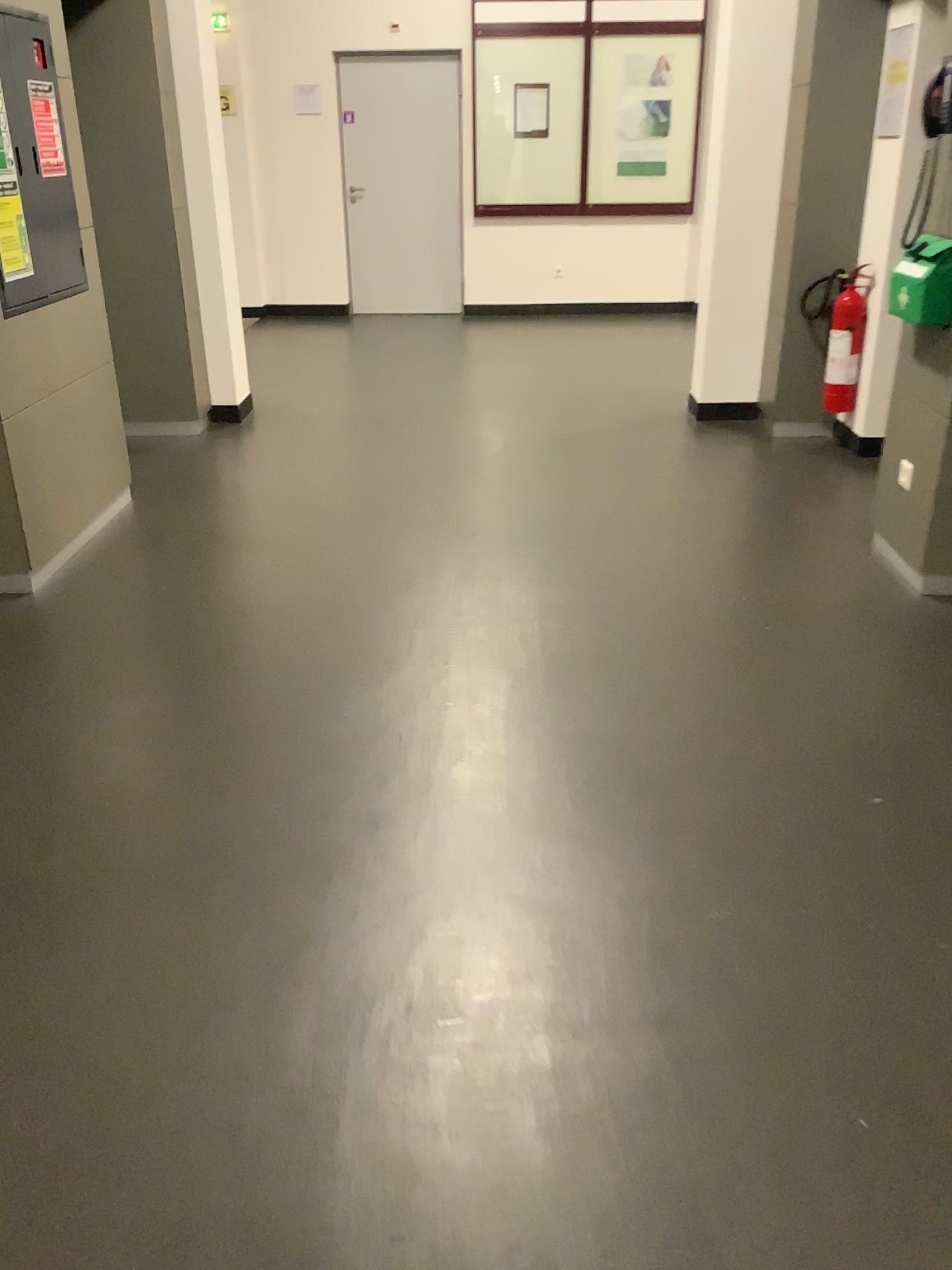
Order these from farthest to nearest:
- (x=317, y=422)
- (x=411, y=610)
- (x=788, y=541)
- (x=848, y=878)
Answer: (x=317, y=422), (x=788, y=541), (x=411, y=610), (x=848, y=878)
